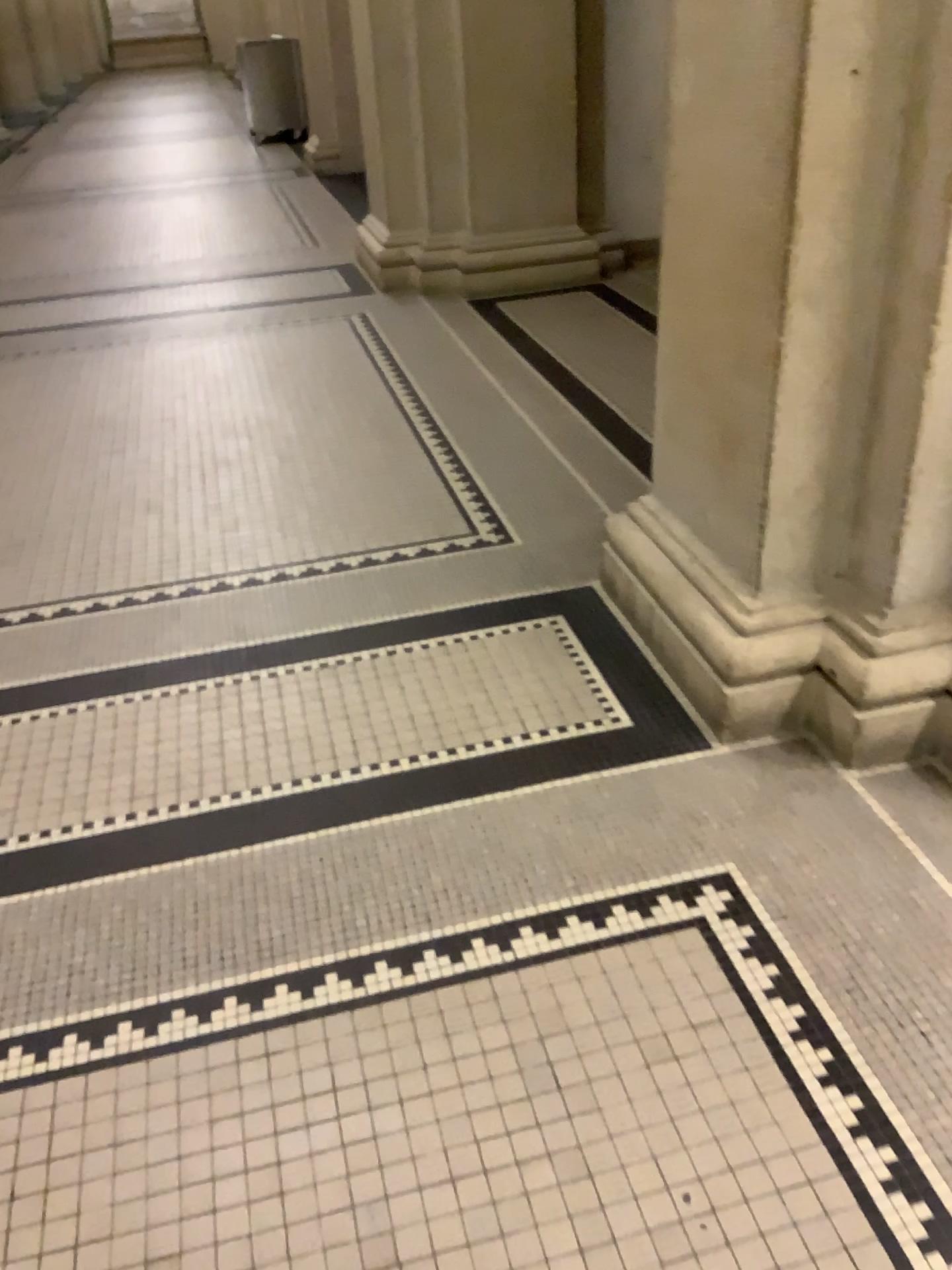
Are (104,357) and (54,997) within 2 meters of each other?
no
